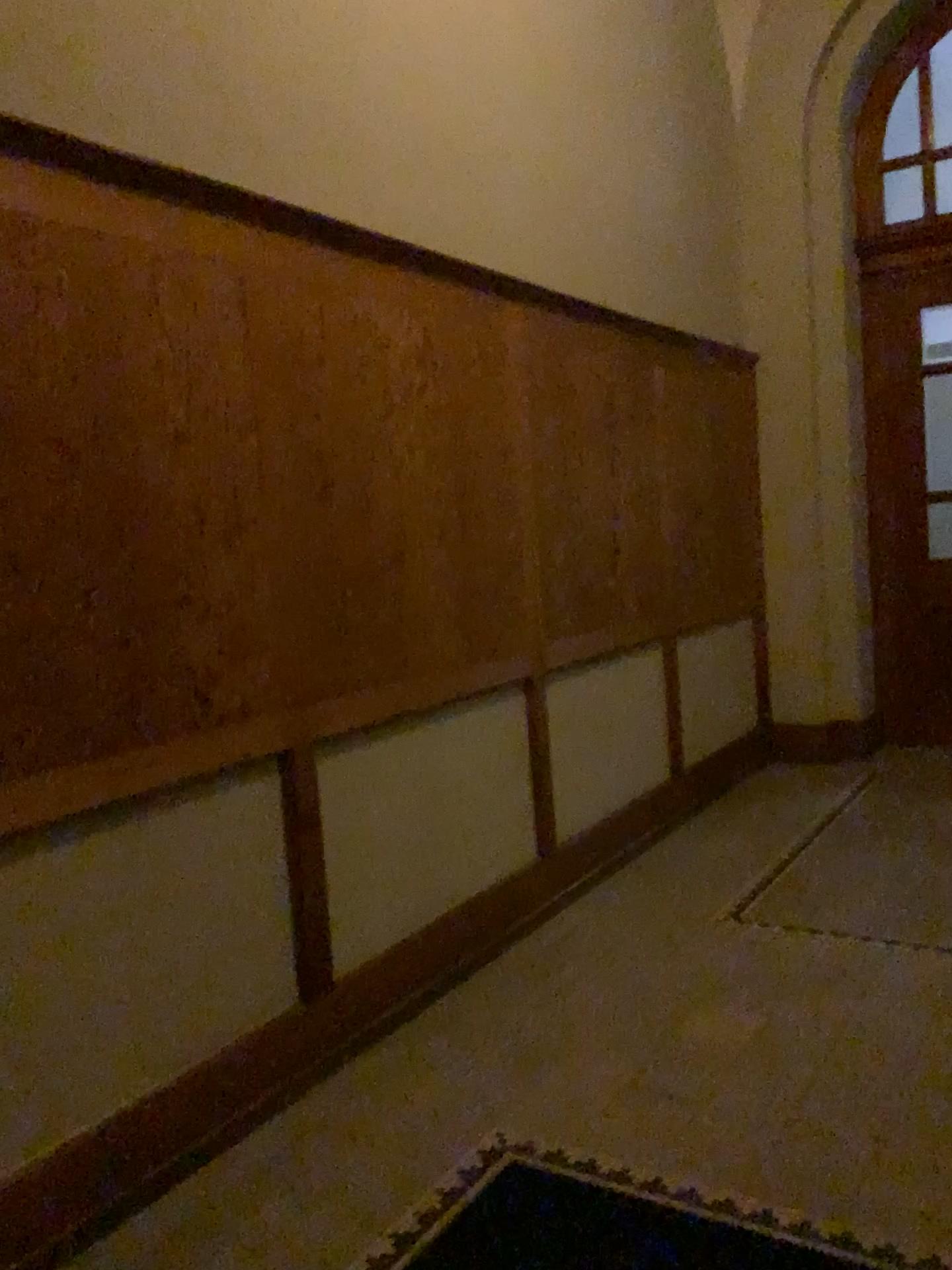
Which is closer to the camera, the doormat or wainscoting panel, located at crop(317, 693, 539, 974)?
the doormat

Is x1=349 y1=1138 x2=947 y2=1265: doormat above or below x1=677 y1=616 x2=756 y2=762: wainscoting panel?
below

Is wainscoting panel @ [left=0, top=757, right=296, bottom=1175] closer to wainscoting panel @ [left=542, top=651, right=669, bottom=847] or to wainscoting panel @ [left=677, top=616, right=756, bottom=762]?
→ wainscoting panel @ [left=542, top=651, right=669, bottom=847]

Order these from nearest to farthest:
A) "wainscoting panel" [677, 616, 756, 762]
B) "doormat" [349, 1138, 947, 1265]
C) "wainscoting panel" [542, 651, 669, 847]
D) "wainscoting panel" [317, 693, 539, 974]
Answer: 1. "doormat" [349, 1138, 947, 1265]
2. "wainscoting panel" [317, 693, 539, 974]
3. "wainscoting panel" [542, 651, 669, 847]
4. "wainscoting panel" [677, 616, 756, 762]

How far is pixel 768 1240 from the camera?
2.0 meters

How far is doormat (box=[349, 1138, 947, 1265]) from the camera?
2.02m

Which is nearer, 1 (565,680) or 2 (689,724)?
1 (565,680)

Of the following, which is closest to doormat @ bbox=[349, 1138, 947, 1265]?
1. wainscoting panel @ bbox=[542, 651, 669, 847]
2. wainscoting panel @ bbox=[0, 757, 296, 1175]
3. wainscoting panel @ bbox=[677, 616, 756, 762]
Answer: wainscoting panel @ bbox=[0, 757, 296, 1175]

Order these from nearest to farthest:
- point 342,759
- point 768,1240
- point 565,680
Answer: point 768,1240 → point 342,759 → point 565,680

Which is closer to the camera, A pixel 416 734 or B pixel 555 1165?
B pixel 555 1165
